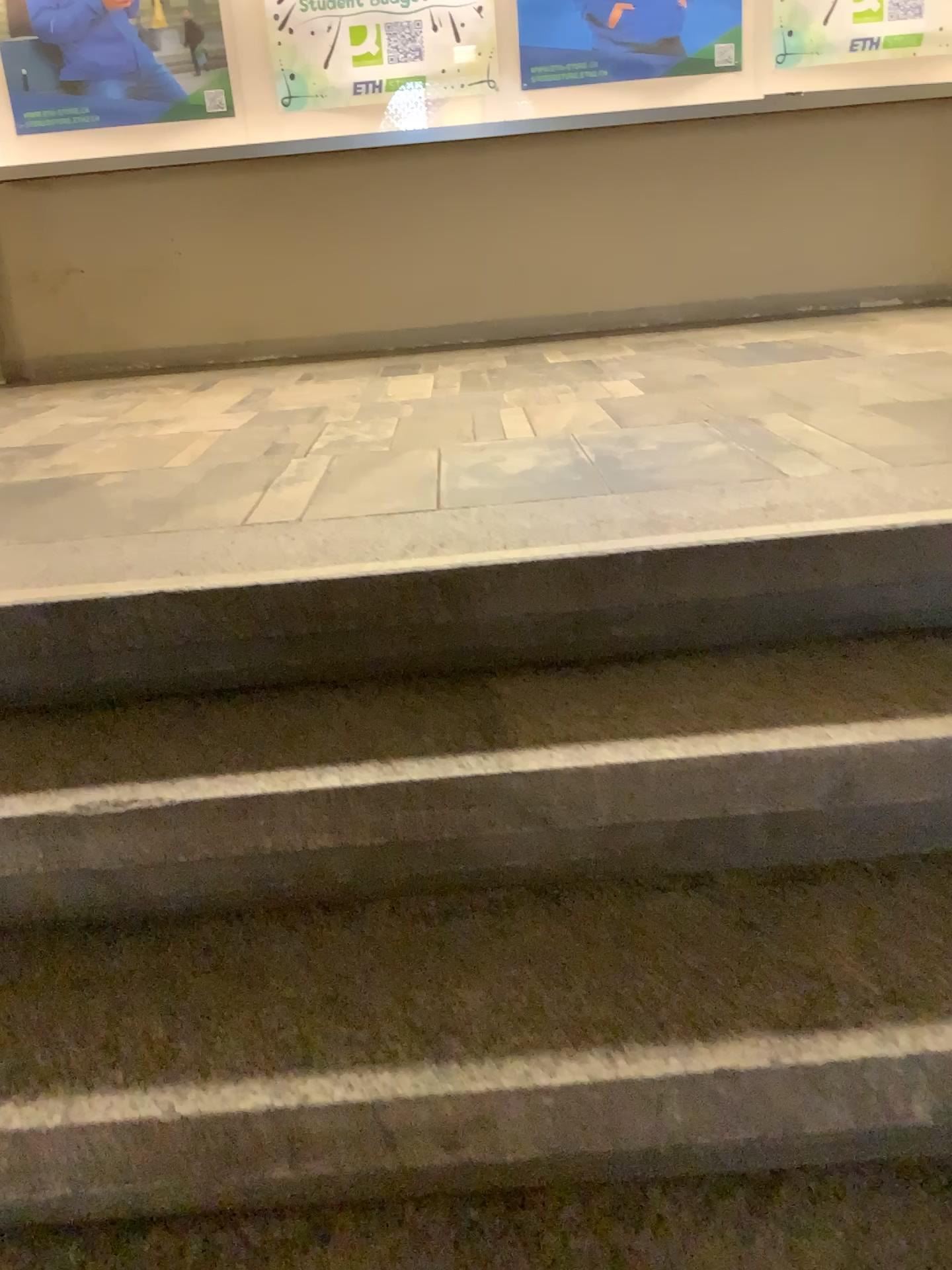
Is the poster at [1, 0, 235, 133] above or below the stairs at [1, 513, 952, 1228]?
above

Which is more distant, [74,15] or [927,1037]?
[74,15]

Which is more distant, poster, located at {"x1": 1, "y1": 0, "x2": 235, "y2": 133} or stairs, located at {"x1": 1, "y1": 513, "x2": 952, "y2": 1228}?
poster, located at {"x1": 1, "y1": 0, "x2": 235, "y2": 133}

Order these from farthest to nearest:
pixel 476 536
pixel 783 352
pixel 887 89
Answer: pixel 887 89 → pixel 783 352 → pixel 476 536

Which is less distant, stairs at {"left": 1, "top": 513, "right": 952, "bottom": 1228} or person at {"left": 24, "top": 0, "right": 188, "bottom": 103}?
stairs at {"left": 1, "top": 513, "right": 952, "bottom": 1228}

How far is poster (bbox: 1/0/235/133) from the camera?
3.9m

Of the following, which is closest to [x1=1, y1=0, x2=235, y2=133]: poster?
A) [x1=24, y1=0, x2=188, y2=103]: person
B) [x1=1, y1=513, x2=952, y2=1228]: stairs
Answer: [x1=24, y1=0, x2=188, y2=103]: person

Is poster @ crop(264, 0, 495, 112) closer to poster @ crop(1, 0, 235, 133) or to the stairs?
poster @ crop(1, 0, 235, 133)

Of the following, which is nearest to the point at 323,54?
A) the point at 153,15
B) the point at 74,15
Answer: the point at 153,15

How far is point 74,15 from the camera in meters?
3.9 m
